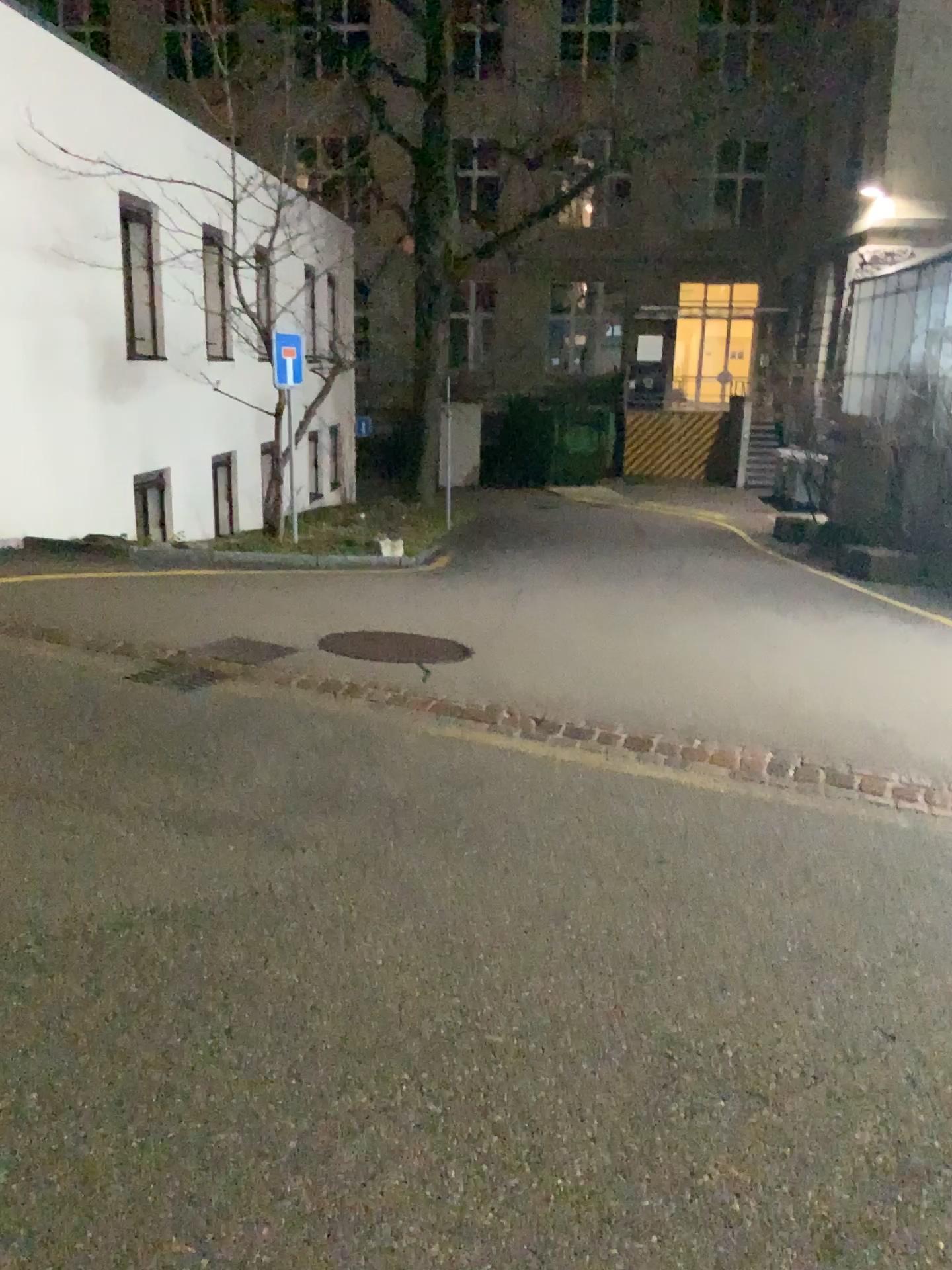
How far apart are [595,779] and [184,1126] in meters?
2.6 m
